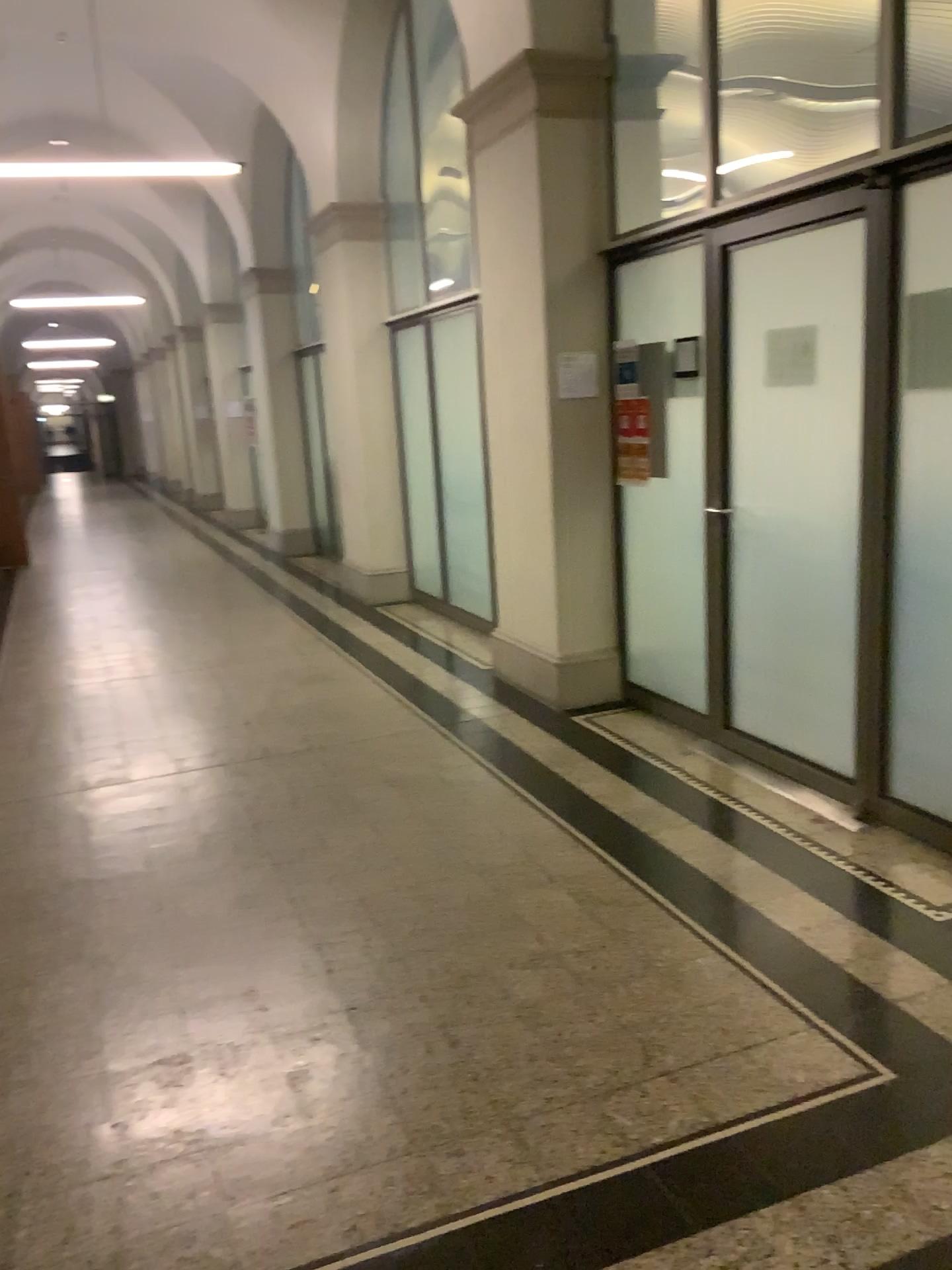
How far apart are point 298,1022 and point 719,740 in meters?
2.4
